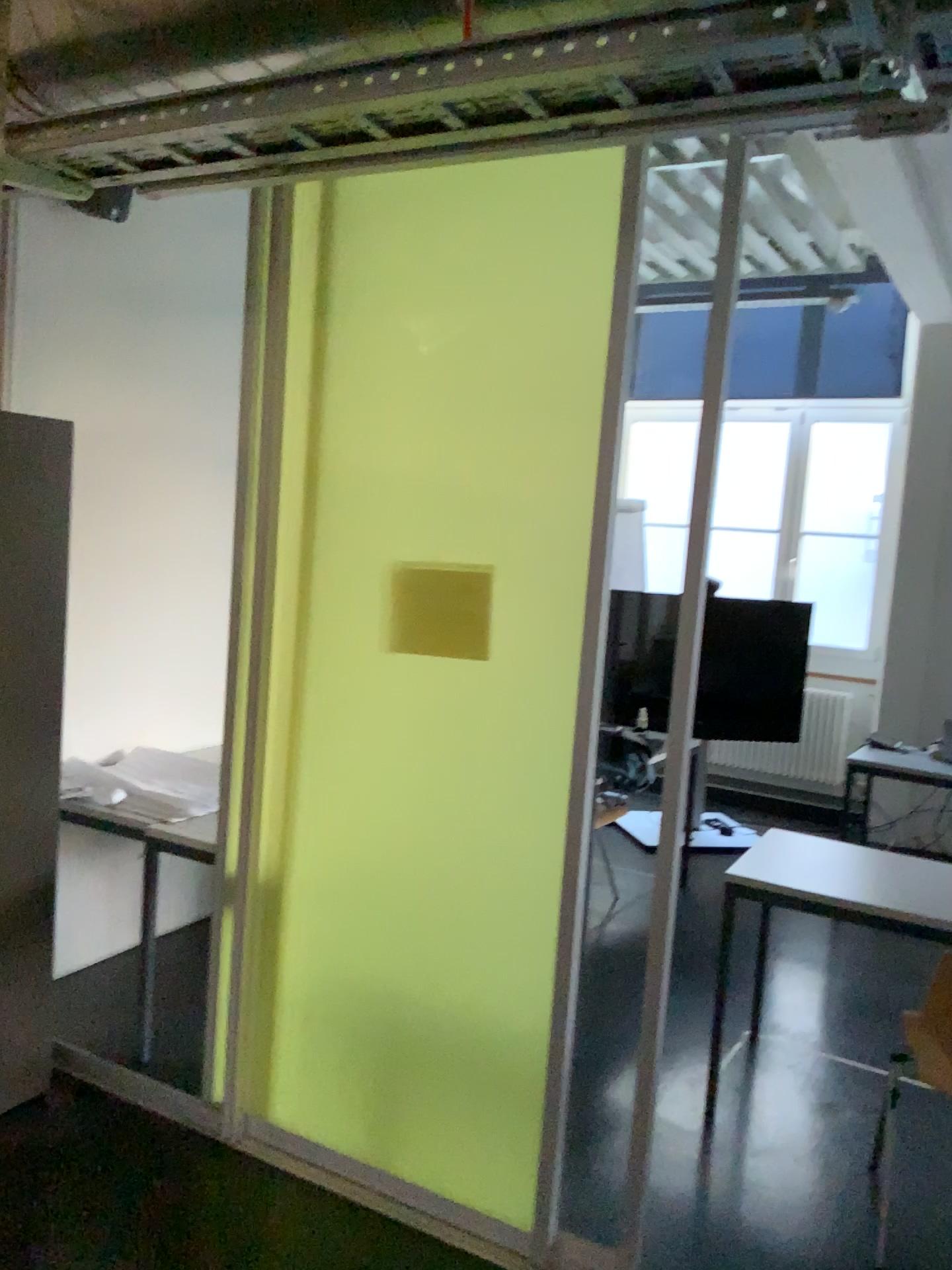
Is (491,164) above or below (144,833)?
above

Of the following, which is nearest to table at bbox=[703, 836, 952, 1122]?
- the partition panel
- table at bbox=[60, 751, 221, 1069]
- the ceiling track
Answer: the partition panel

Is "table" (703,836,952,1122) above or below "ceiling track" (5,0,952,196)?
below

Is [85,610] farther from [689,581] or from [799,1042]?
[799,1042]

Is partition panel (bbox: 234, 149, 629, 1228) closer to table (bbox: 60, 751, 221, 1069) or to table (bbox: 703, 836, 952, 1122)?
table (bbox: 60, 751, 221, 1069)

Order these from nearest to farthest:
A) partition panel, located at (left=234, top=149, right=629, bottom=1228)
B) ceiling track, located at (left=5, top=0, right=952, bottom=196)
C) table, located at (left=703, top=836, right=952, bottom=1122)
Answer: ceiling track, located at (left=5, top=0, right=952, bottom=196), partition panel, located at (left=234, top=149, right=629, bottom=1228), table, located at (left=703, top=836, right=952, bottom=1122)

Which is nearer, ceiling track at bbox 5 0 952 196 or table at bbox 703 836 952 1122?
ceiling track at bbox 5 0 952 196

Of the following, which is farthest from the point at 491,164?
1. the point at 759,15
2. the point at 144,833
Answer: the point at 144,833

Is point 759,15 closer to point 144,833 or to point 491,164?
point 491,164

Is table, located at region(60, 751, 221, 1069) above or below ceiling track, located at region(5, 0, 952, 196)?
below
